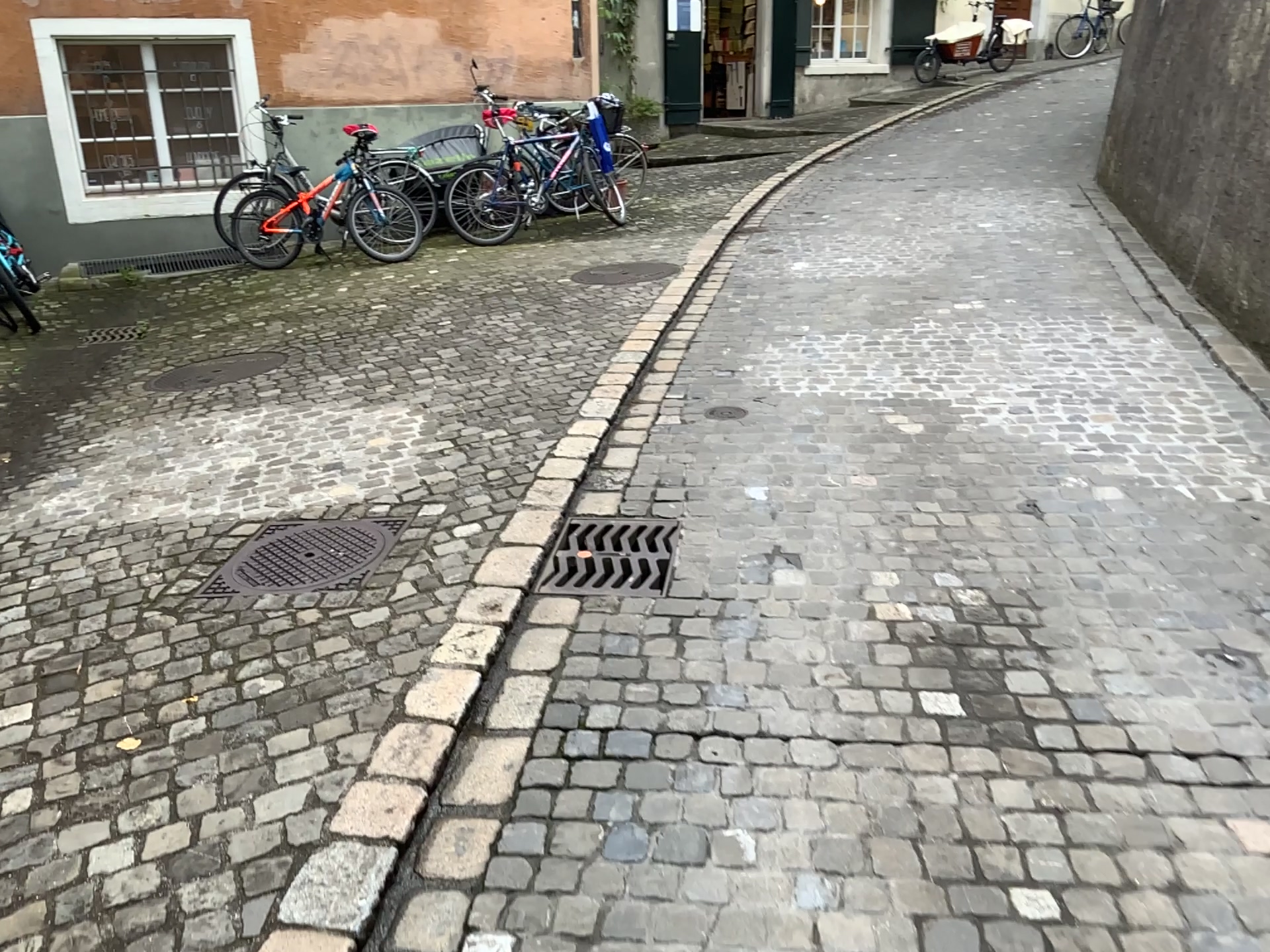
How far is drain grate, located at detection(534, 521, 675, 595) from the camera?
3.03m

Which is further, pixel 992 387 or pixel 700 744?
pixel 992 387

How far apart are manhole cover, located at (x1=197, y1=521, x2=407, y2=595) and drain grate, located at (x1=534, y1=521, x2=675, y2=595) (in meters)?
0.53

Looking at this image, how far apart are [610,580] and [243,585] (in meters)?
1.08

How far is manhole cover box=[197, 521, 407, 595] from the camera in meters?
3.1

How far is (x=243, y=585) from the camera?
3.1 meters

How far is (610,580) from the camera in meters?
3.0
